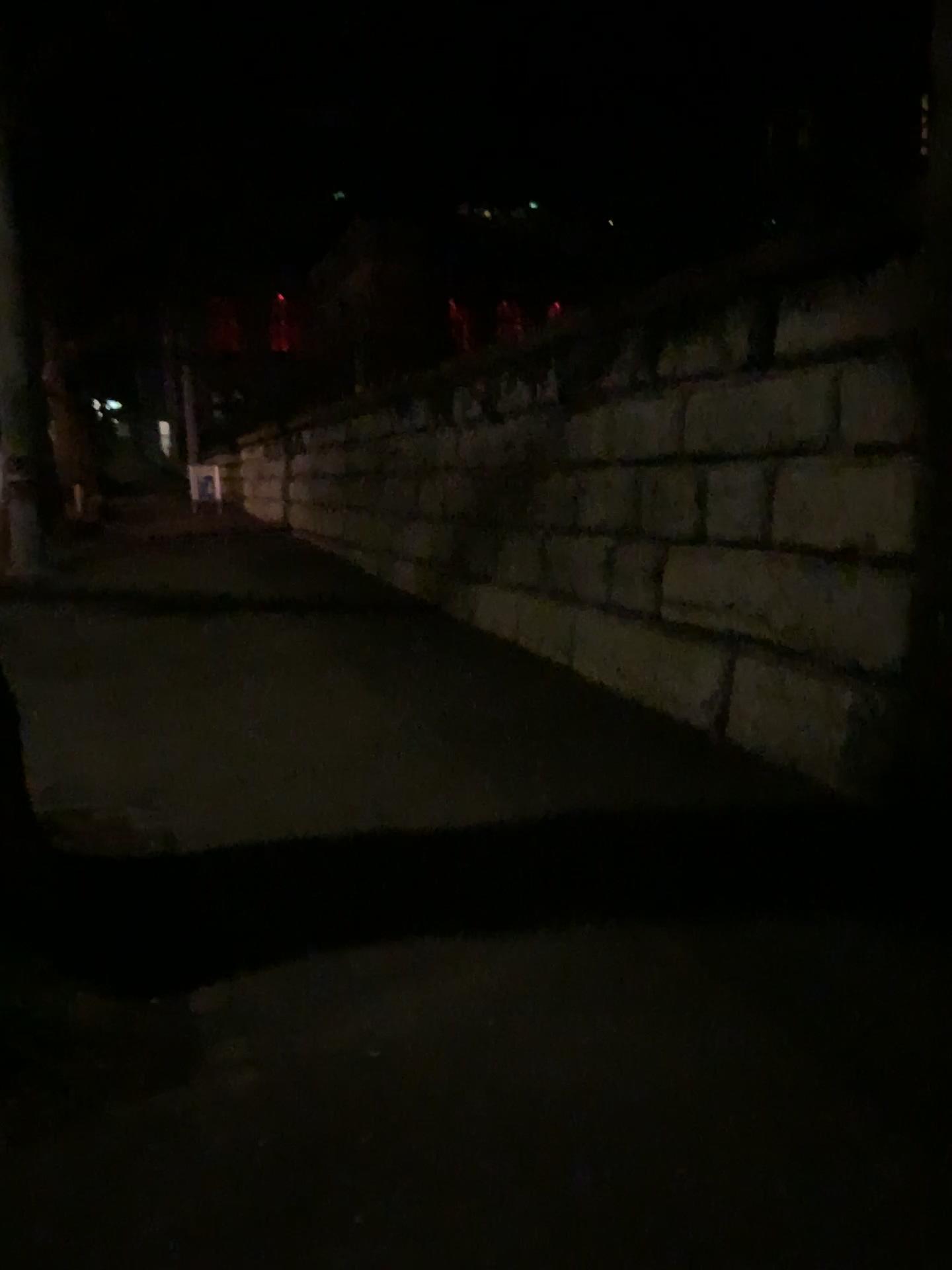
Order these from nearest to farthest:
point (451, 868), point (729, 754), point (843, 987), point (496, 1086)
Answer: point (496, 1086), point (843, 987), point (451, 868), point (729, 754)

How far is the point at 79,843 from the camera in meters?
4.0

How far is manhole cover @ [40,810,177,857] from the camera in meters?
4.0 m
